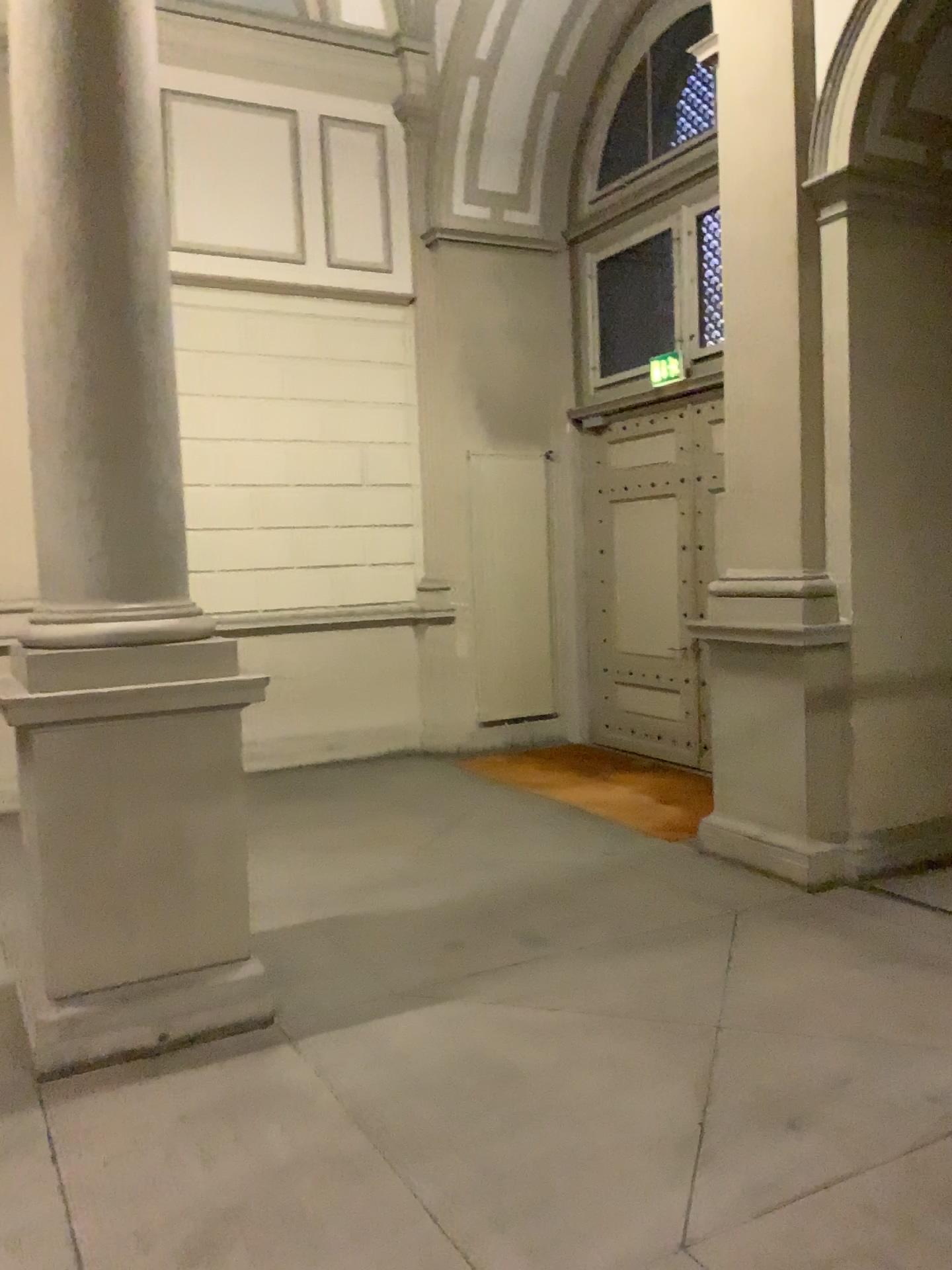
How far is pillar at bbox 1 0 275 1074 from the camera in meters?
3.7 m

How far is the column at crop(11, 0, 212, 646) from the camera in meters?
3.7 m

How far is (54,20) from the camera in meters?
3.7 m

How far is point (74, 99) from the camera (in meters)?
3.71

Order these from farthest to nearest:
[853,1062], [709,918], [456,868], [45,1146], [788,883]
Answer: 1. [456,868]
2. [788,883]
3. [709,918]
4. [853,1062]
5. [45,1146]

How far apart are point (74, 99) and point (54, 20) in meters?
0.3
